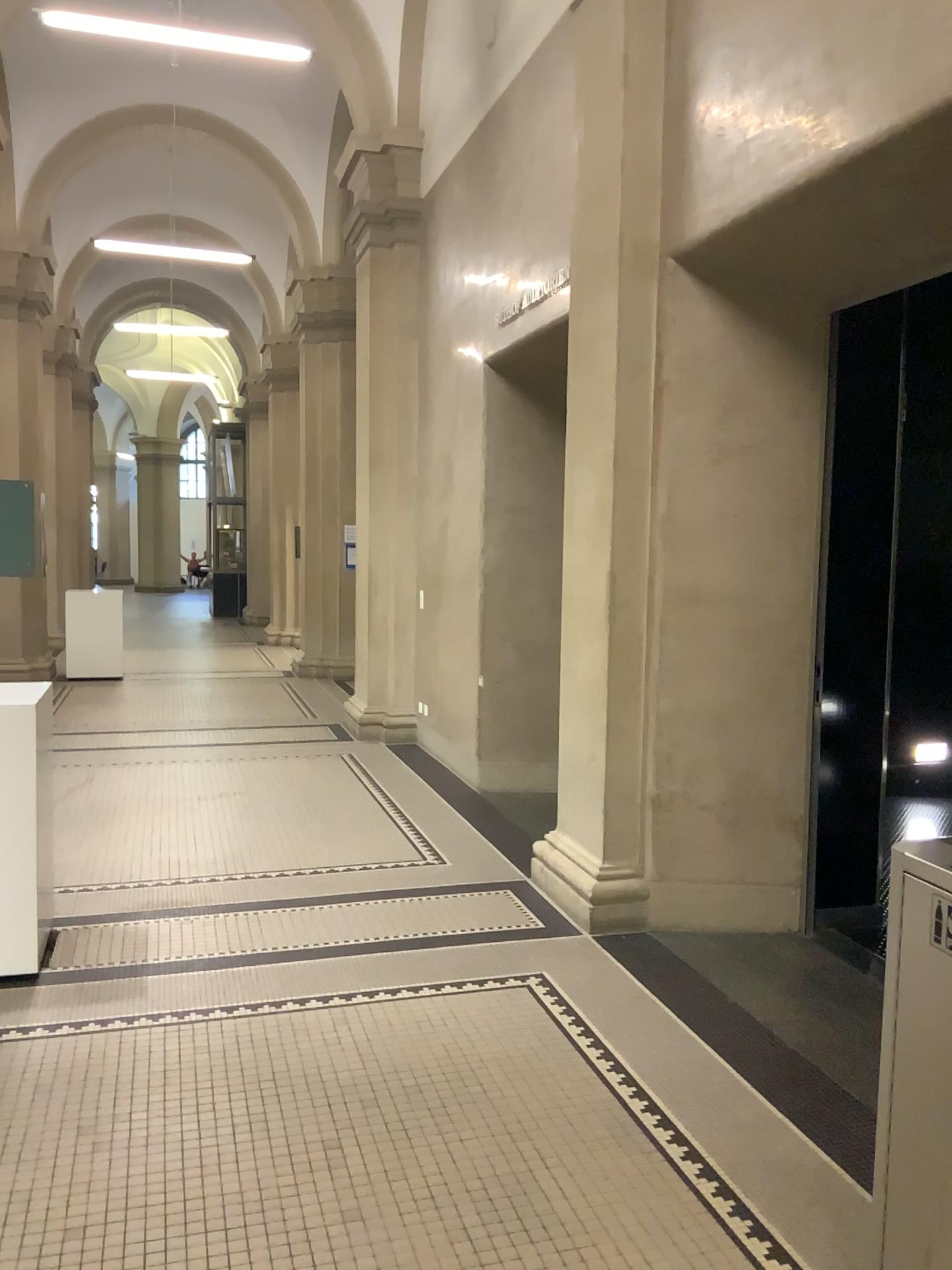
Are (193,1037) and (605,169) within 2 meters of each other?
no

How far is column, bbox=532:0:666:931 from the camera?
4.3m

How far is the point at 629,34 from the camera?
4.29m
